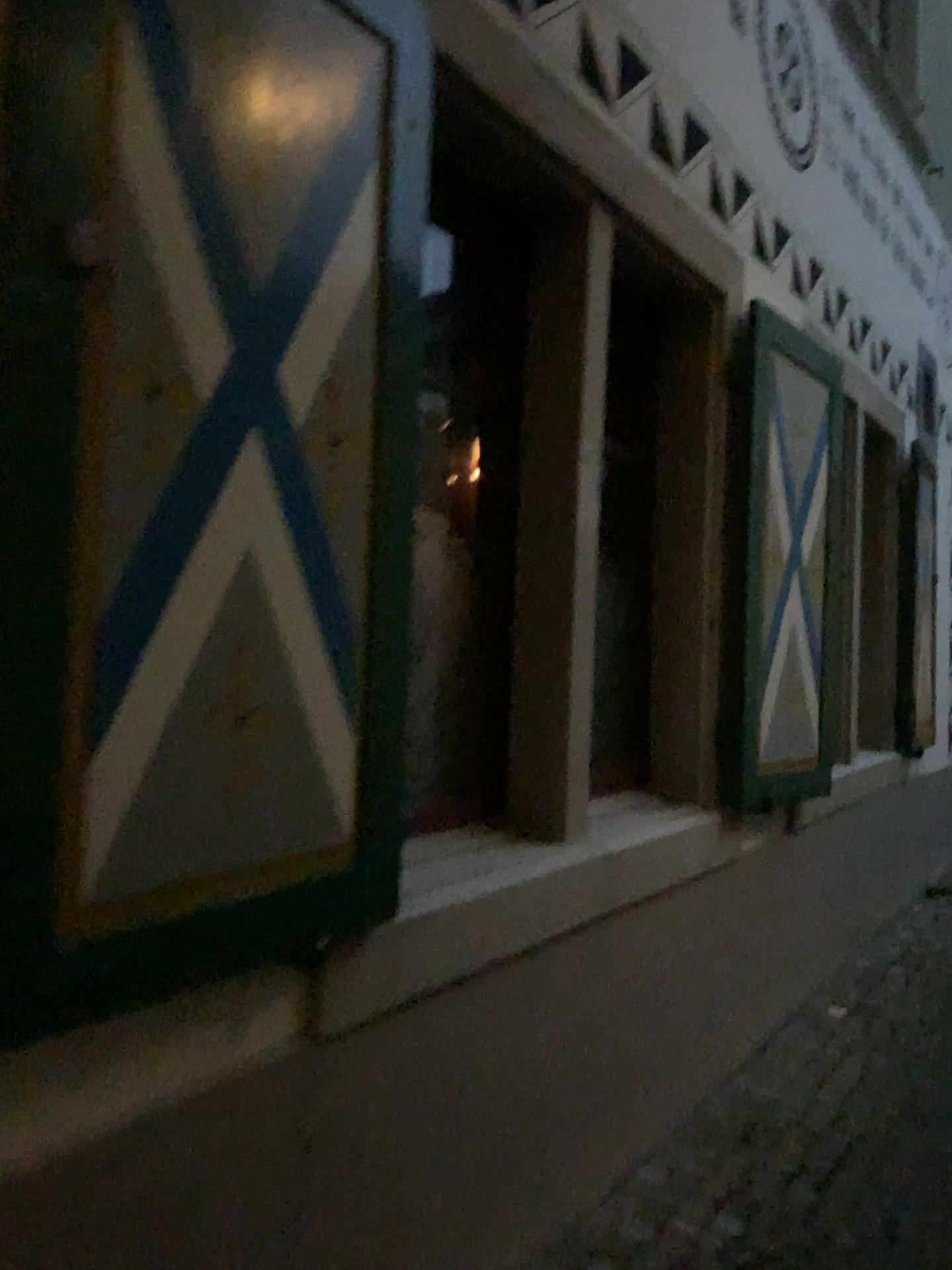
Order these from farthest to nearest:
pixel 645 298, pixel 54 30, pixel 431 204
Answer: pixel 645 298
pixel 431 204
pixel 54 30

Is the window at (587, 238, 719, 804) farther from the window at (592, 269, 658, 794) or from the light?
the light

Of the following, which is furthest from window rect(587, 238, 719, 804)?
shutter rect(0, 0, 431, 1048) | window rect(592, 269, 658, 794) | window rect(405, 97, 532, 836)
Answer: shutter rect(0, 0, 431, 1048)

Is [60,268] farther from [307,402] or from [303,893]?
[303,893]

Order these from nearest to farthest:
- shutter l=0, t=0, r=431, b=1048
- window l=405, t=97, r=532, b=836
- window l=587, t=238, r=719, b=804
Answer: shutter l=0, t=0, r=431, b=1048
window l=405, t=97, r=532, b=836
window l=587, t=238, r=719, b=804

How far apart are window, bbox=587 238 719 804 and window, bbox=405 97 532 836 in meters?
0.5

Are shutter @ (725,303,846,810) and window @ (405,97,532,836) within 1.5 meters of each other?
yes

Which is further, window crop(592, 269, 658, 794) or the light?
window crop(592, 269, 658, 794)

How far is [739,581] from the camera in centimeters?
321cm

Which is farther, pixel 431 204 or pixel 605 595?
pixel 605 595
